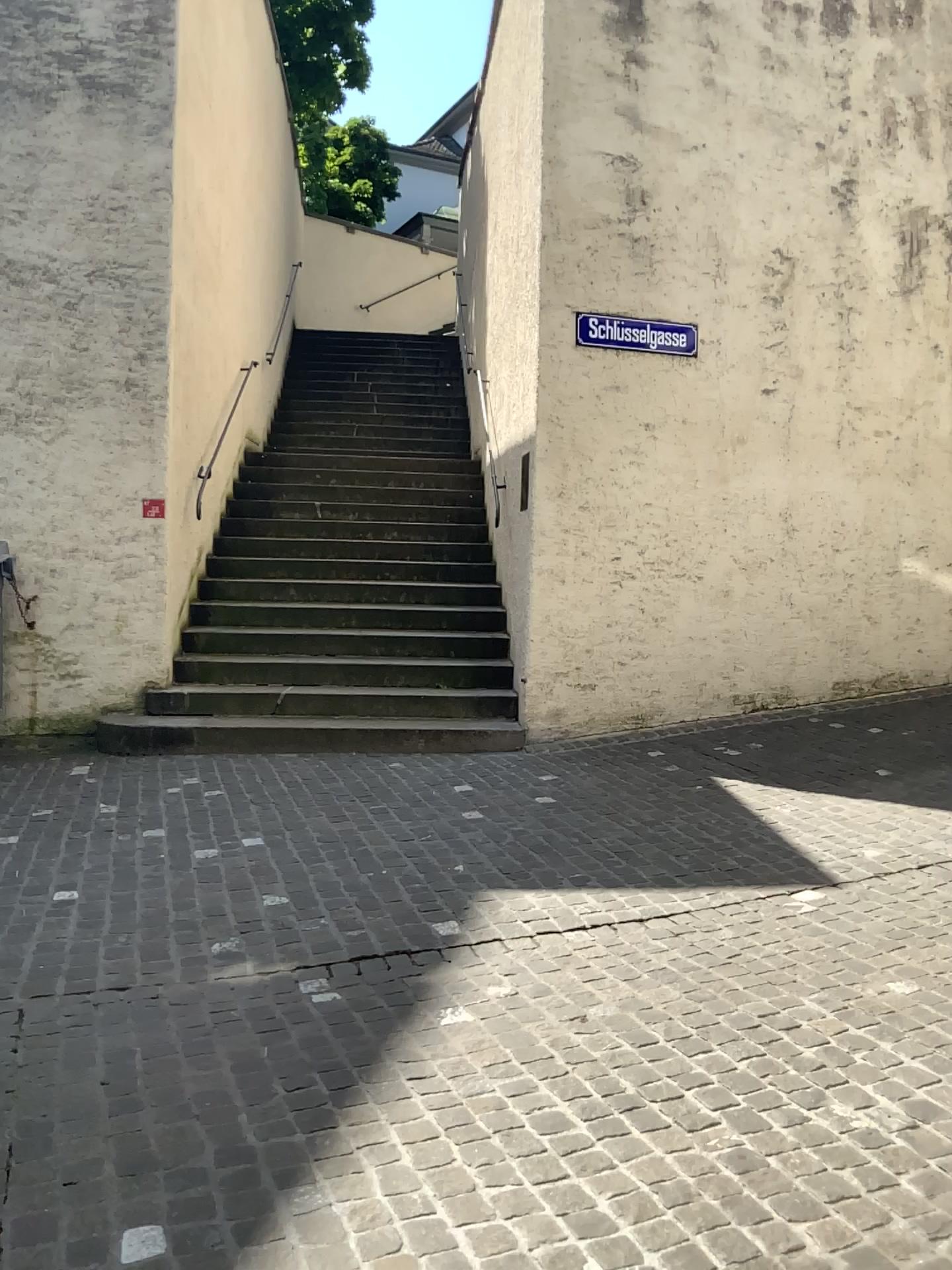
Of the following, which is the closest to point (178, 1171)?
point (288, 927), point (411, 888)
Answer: point (288, 927)
